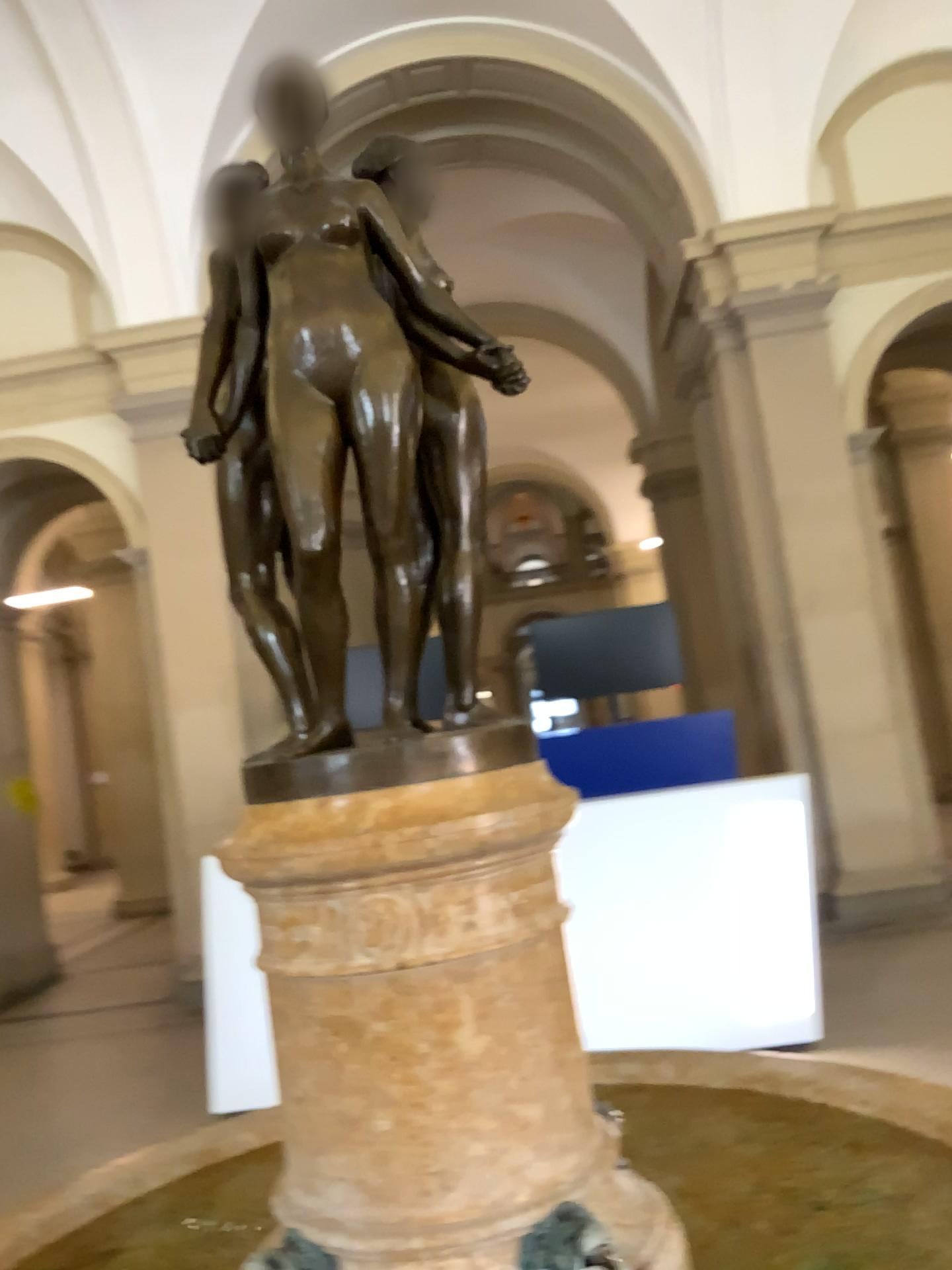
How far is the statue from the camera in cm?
143

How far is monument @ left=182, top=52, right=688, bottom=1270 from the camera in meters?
1.4 m

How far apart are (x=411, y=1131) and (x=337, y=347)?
1.0m

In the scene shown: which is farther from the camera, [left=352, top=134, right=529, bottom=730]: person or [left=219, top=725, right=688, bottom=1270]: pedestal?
[left=352, top=134, right=529, bottom=730]: person

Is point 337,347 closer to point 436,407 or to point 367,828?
point 436,407

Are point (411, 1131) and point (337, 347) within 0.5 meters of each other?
no

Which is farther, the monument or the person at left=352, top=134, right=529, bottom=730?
the person at left=352, top=134, right=529, bottom=730

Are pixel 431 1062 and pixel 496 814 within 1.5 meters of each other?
yes

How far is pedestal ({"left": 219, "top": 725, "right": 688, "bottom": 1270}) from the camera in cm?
134

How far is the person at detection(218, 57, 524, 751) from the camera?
1.43m
